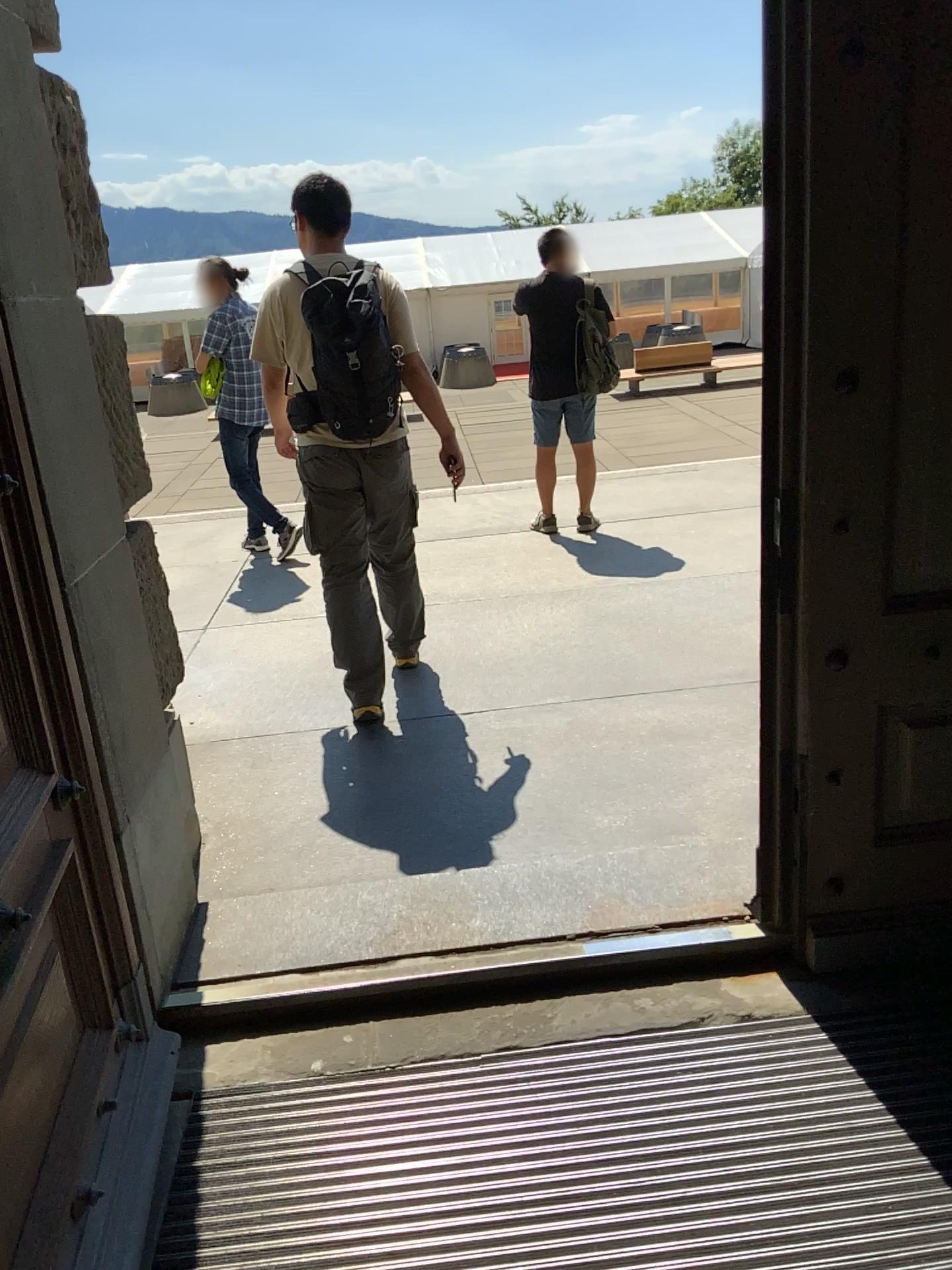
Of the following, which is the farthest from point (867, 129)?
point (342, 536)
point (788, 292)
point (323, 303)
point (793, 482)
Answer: point (342, 536)
